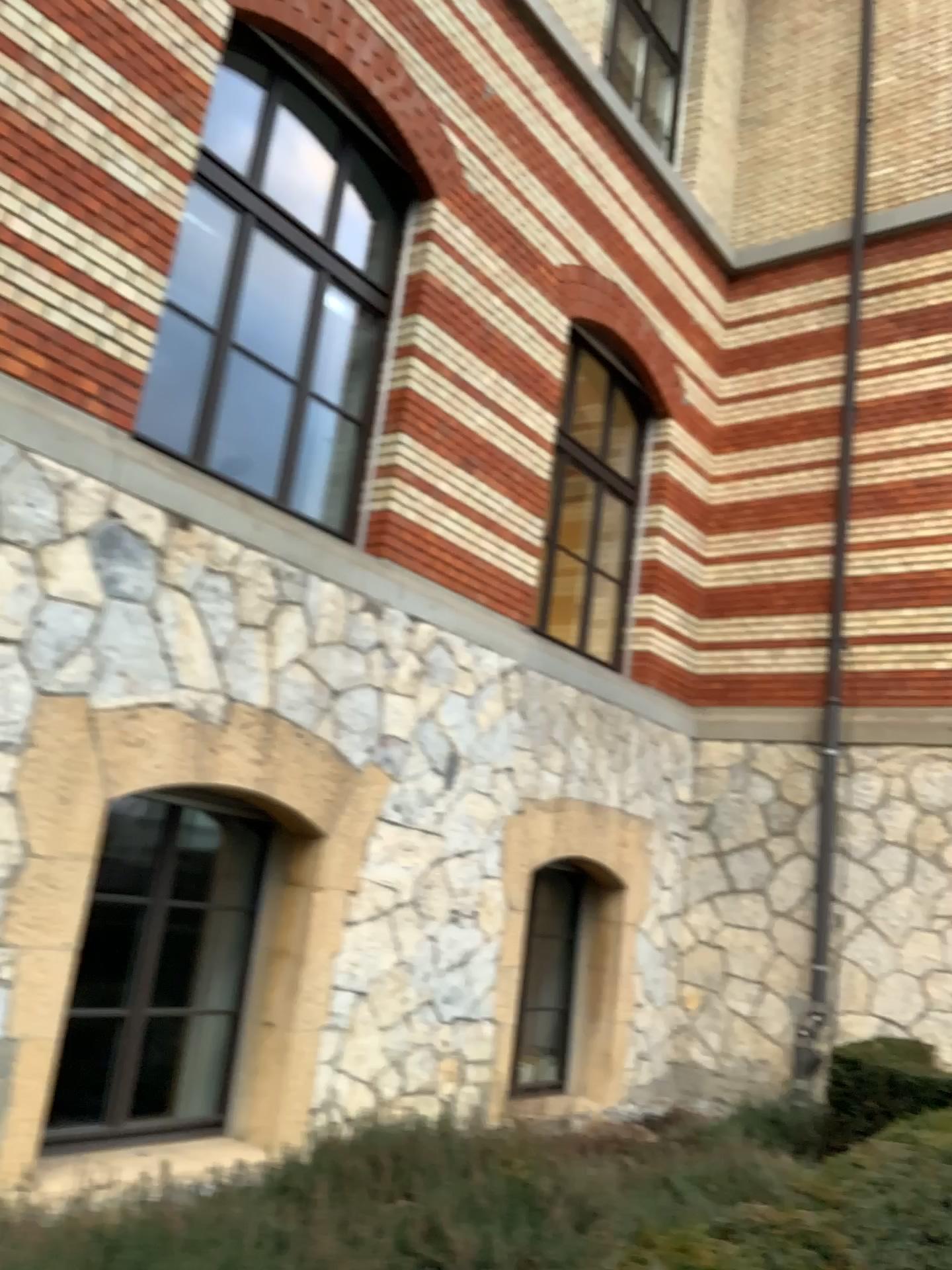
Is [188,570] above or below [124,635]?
above
